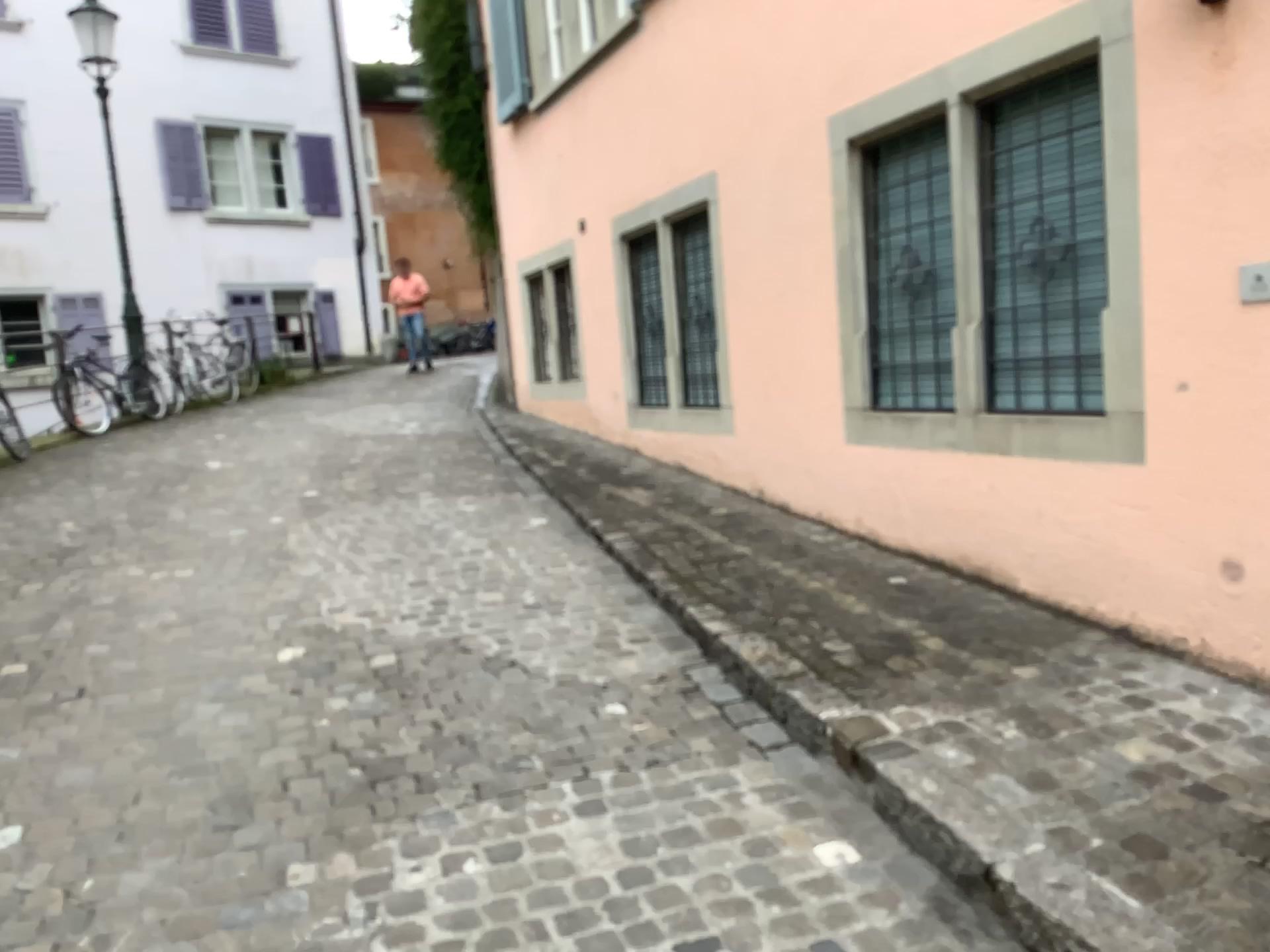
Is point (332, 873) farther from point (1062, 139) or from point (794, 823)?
point (1062, 139)
